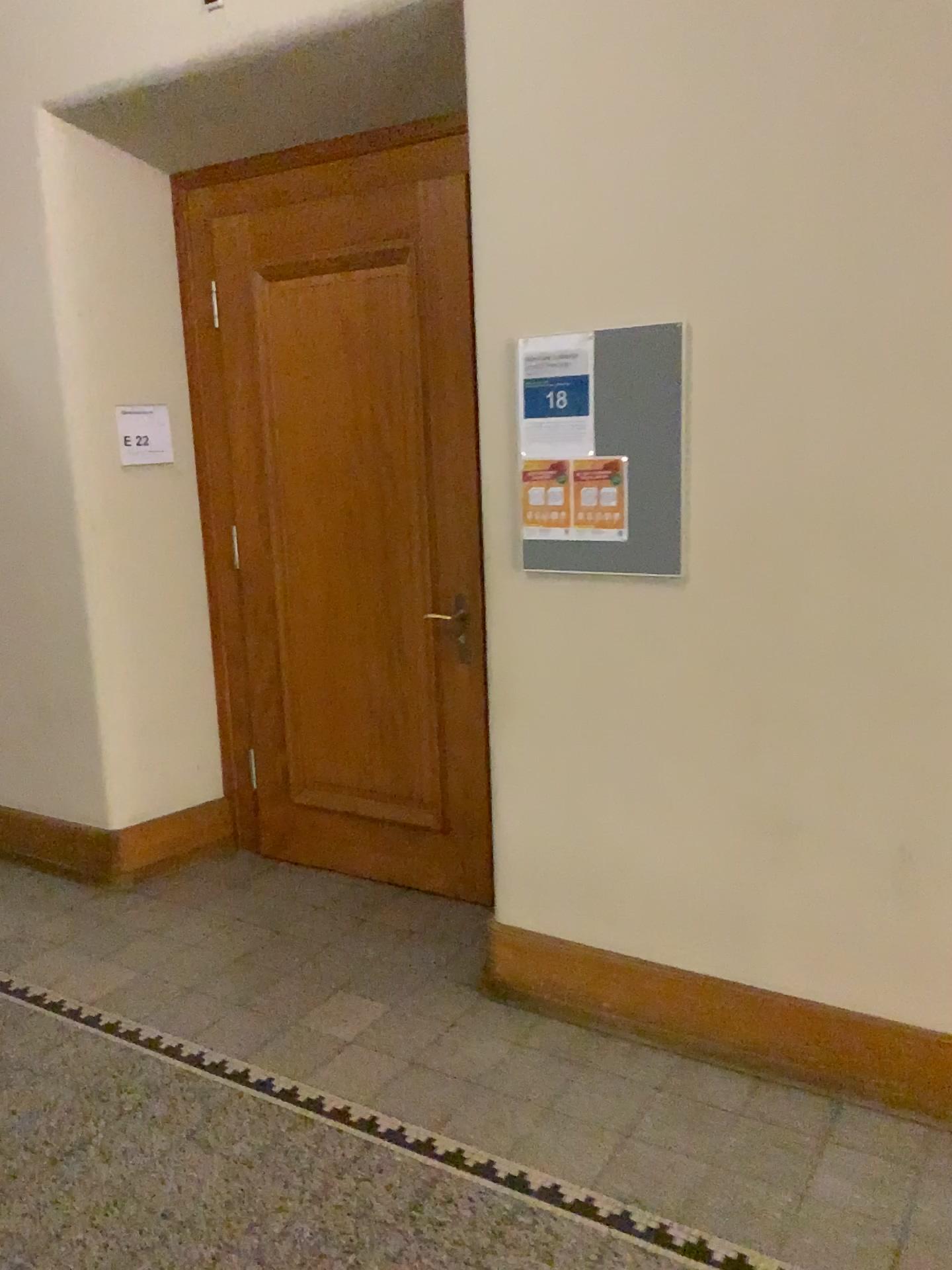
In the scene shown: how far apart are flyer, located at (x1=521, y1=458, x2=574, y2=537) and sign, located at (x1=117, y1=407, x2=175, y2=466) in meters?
1.7 m

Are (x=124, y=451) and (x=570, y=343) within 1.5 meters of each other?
no

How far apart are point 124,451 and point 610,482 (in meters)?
1.97

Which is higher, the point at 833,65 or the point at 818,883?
the point at 833,65

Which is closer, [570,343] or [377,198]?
[570,343]

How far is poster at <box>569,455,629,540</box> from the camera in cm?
257

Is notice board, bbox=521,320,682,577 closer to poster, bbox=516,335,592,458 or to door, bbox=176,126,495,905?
poster, bbox=516,335,592,458

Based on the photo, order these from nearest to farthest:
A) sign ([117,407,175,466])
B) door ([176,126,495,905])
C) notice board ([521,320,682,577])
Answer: notice board ([521,320,682,577]) → door ([176,126,495,905]) → sign ([117,407,175,466])

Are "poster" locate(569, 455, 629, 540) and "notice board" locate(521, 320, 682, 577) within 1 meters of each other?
yes

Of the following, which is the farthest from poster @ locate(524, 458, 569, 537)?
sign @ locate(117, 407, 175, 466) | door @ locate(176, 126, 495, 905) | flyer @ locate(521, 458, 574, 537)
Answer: sign @ locate(117, 407, 175, 466)
